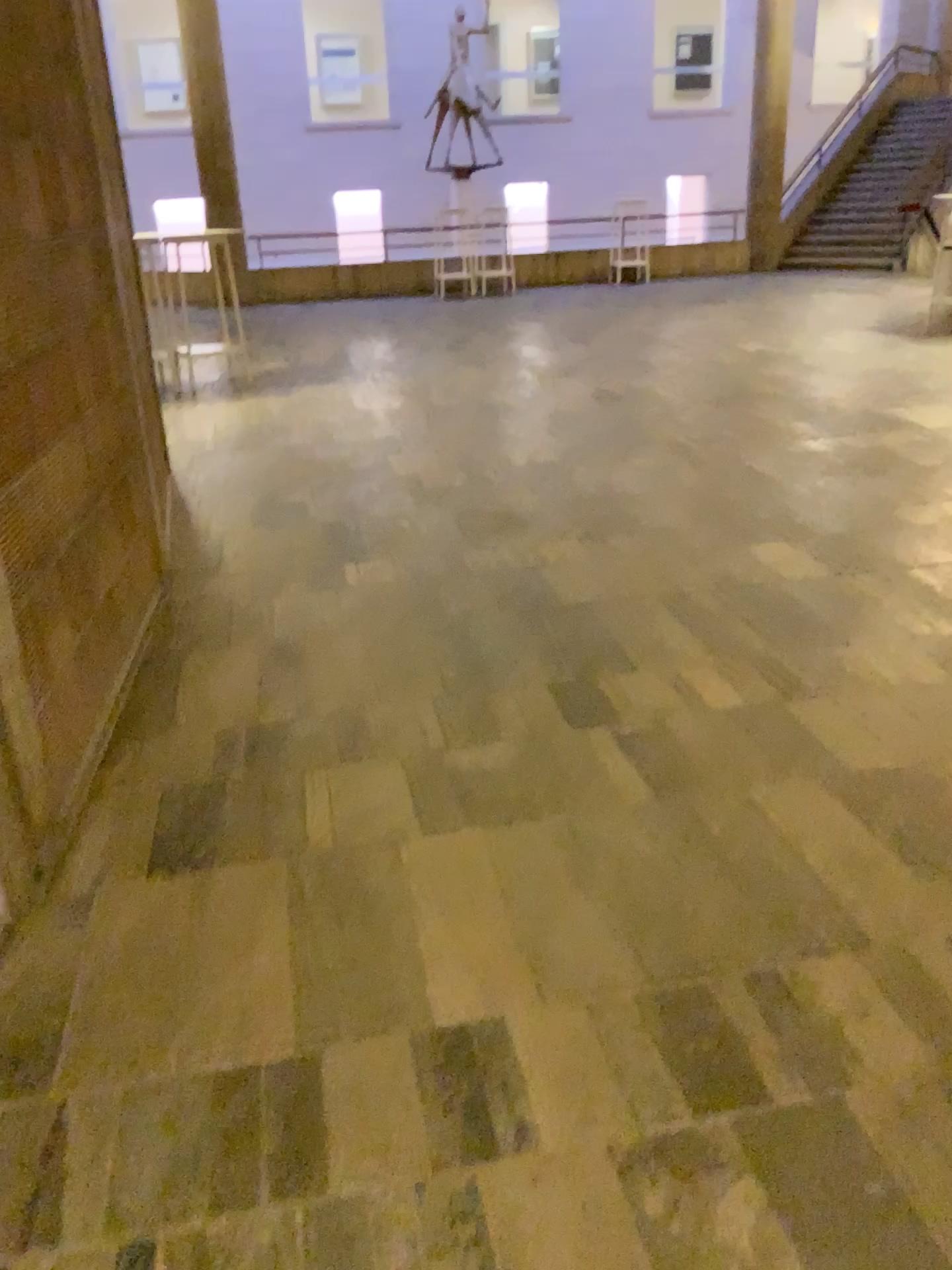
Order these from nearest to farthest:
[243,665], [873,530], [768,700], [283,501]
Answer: [768,700], [243,665], [873,530], [283,501]
